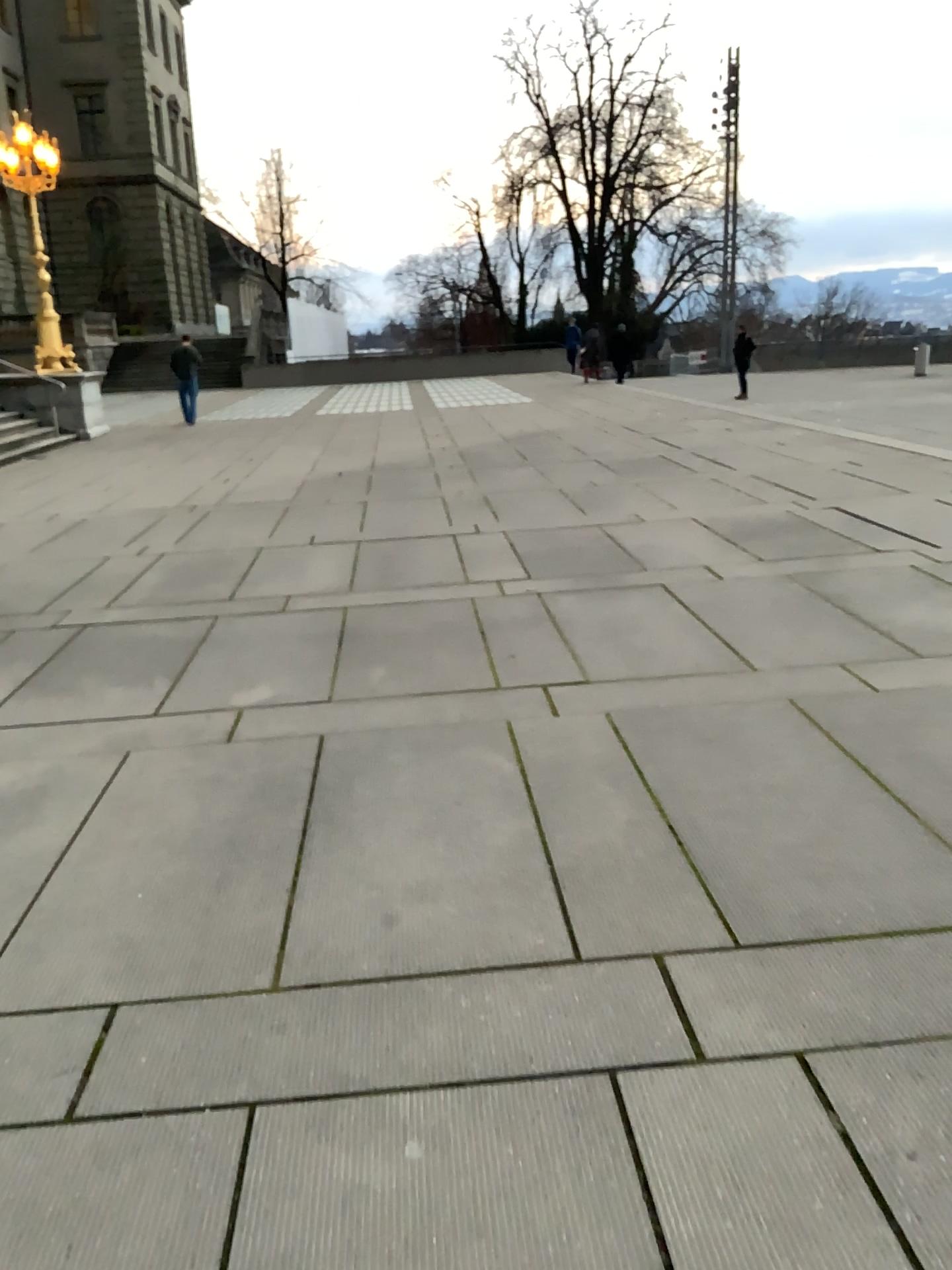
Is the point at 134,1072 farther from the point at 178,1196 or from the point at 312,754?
the point at 312,754
